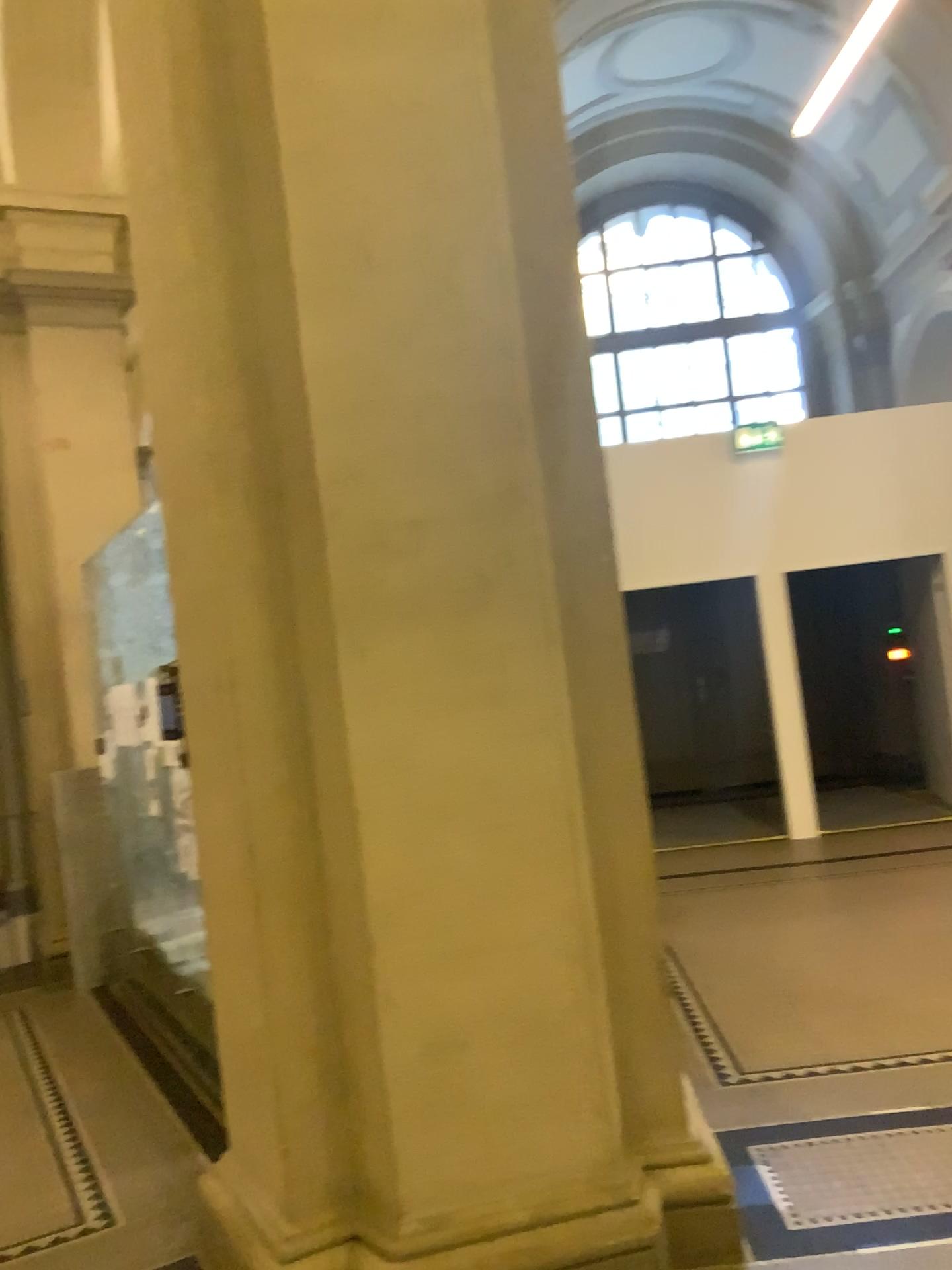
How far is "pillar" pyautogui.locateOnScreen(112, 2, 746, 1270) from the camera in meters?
2.6

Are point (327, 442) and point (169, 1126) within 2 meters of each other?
no

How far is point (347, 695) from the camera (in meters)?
2.55
